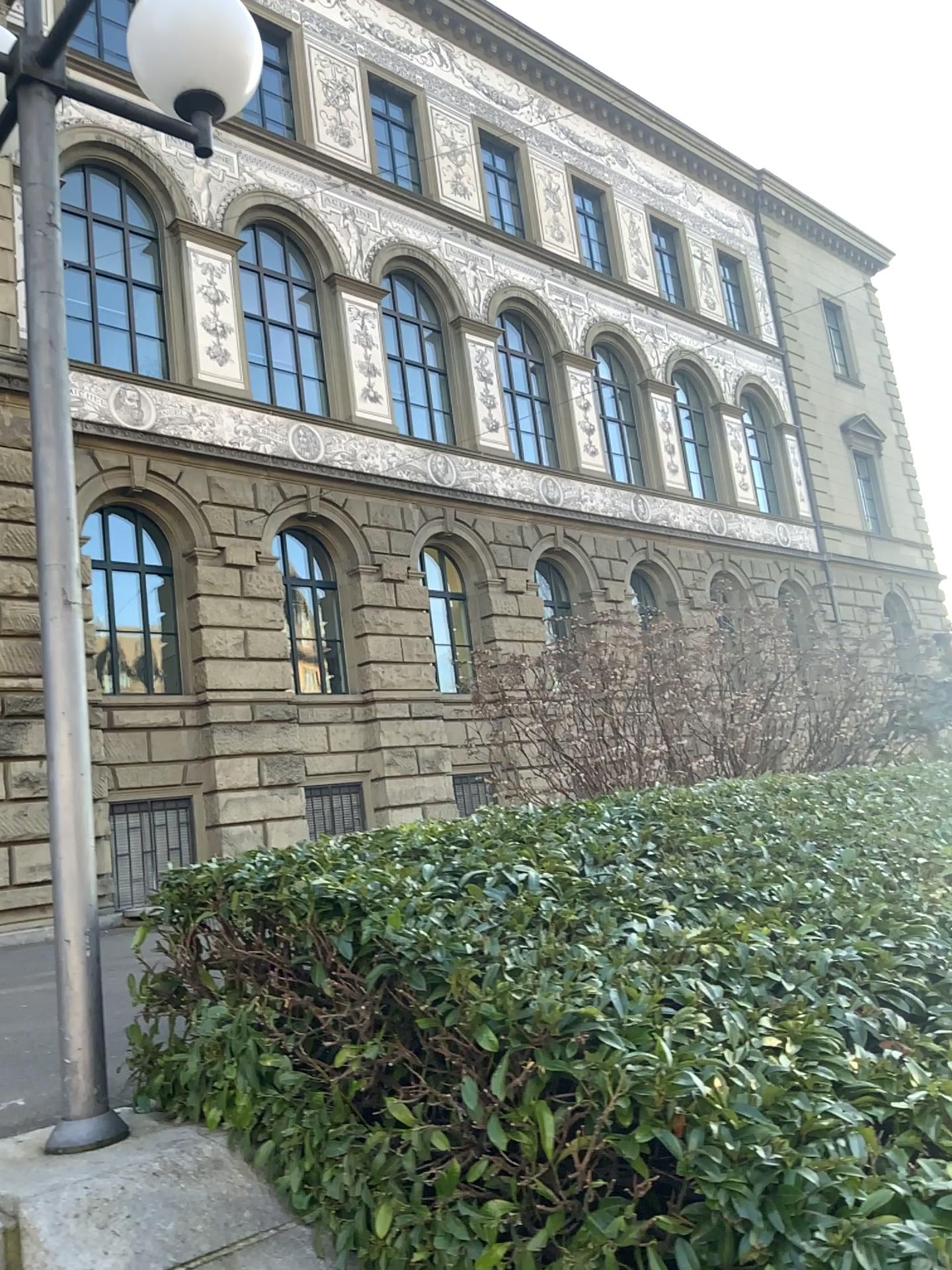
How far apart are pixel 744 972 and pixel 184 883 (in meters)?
1.68
